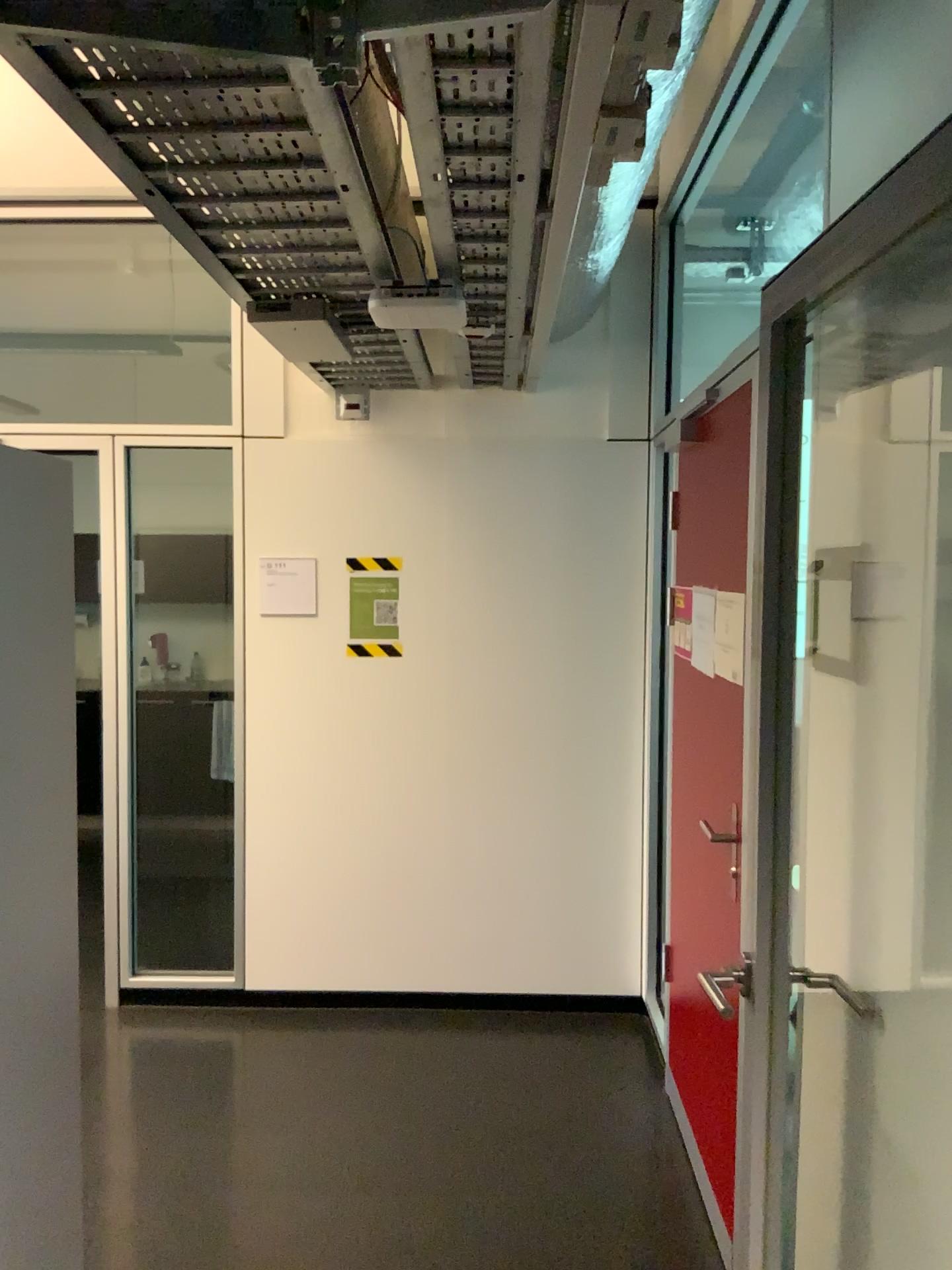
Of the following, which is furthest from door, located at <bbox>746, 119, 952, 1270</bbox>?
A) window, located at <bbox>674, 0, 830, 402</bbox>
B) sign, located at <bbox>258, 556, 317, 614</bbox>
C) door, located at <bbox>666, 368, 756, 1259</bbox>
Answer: sign, located at <bbox>258, 556, 317, 614</bbox>

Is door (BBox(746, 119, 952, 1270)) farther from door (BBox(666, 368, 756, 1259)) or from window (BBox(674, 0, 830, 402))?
window (BBox(674, 0, 830, 402))

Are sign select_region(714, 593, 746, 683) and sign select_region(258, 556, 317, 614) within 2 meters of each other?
yes

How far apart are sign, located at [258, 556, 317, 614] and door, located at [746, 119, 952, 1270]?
2.5 meters

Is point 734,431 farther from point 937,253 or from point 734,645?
point 937,253

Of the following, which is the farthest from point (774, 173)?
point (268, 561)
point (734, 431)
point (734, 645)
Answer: point (268, 561)

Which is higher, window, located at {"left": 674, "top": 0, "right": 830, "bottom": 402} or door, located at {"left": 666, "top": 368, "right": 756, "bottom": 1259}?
window, located at {"left": 674, "top": 0, "right": 830, "bottom": 402}

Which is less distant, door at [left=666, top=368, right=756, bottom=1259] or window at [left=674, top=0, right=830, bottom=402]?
door at [left=666, top=368, right=756, bottom=1259]

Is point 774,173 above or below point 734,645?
above

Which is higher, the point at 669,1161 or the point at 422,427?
the point at 422,427
